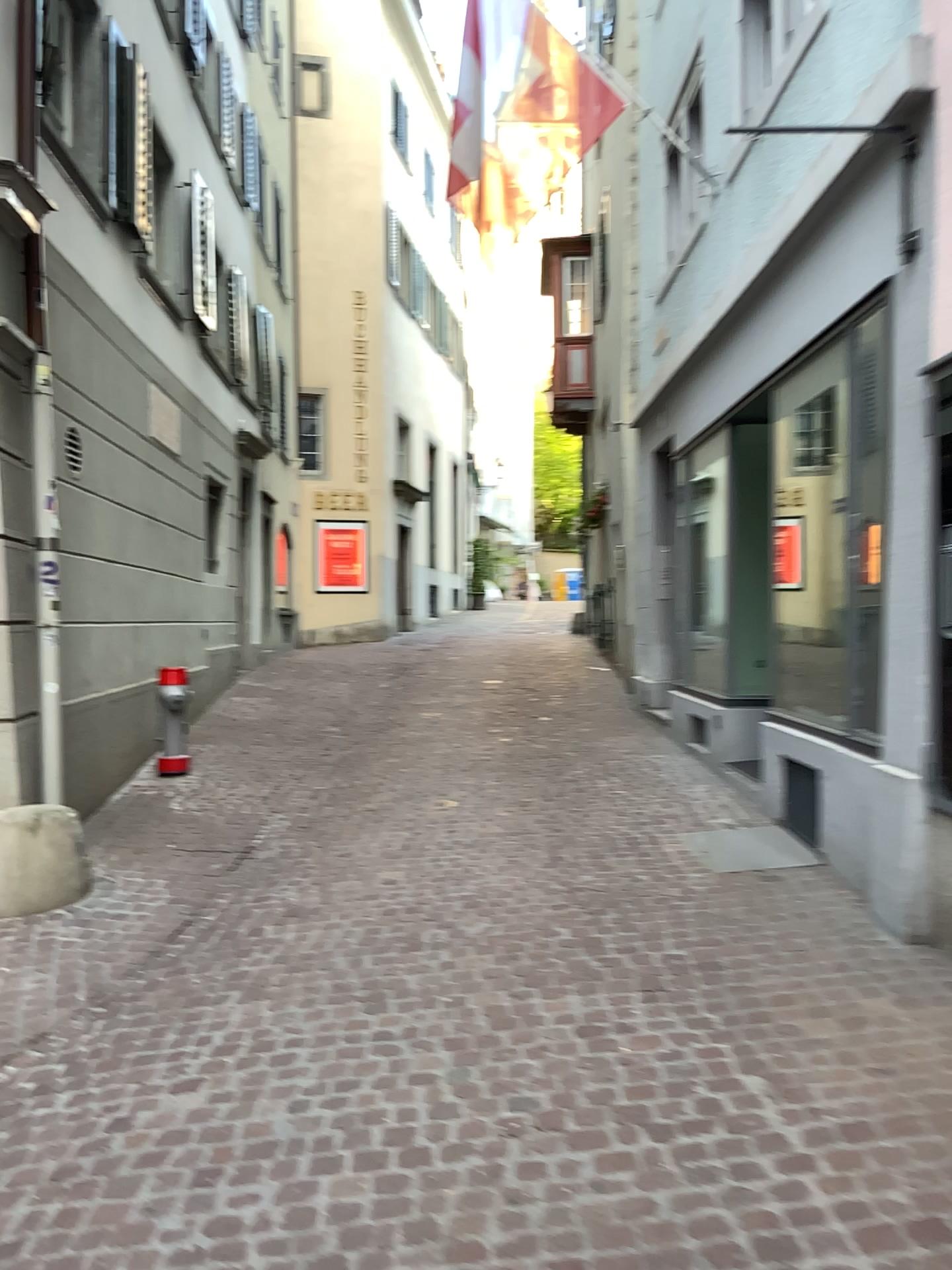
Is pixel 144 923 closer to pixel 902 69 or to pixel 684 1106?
pixel 684 1106
